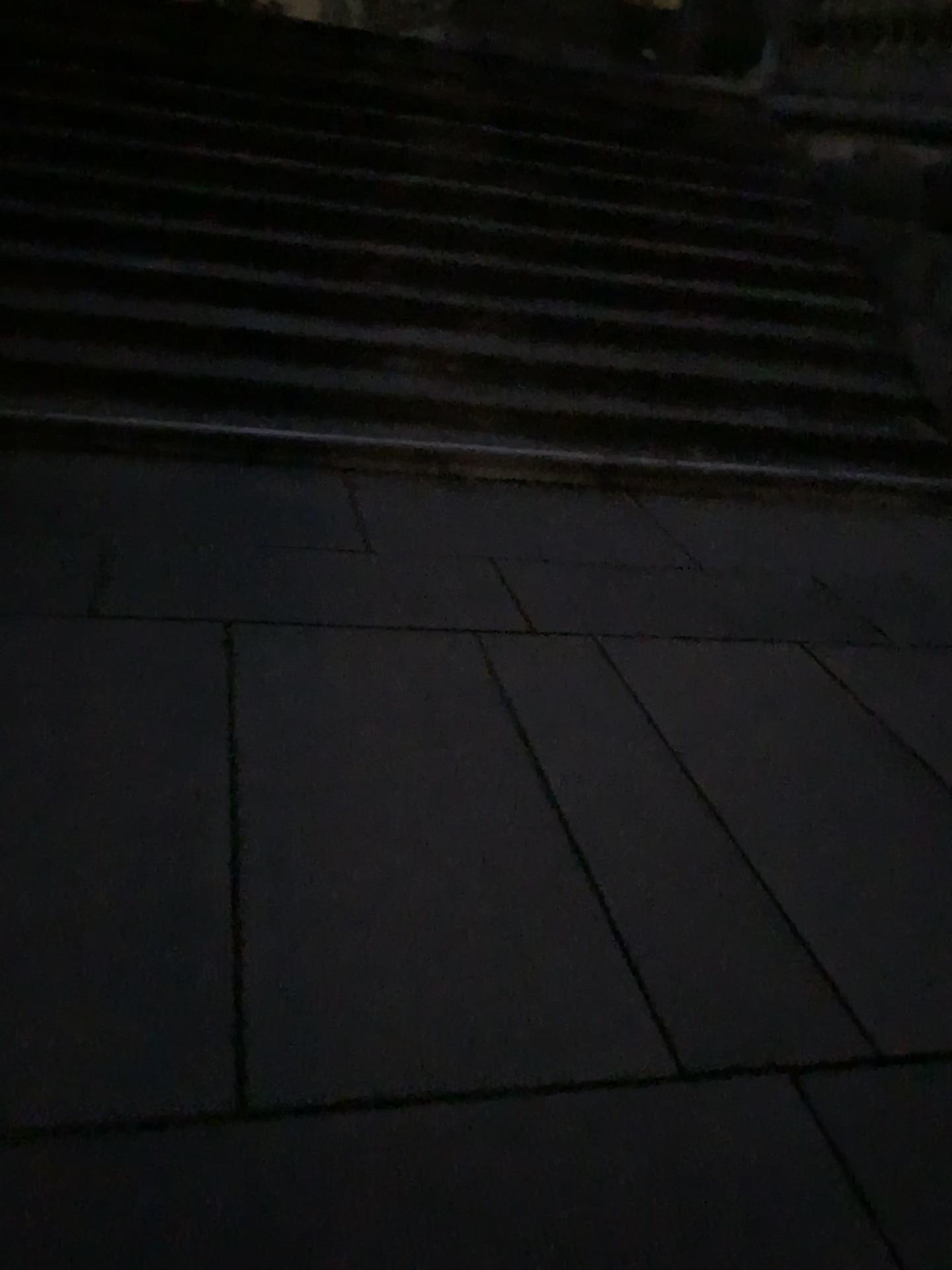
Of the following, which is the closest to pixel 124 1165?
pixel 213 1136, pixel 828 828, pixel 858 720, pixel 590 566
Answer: pixel 213 1136
